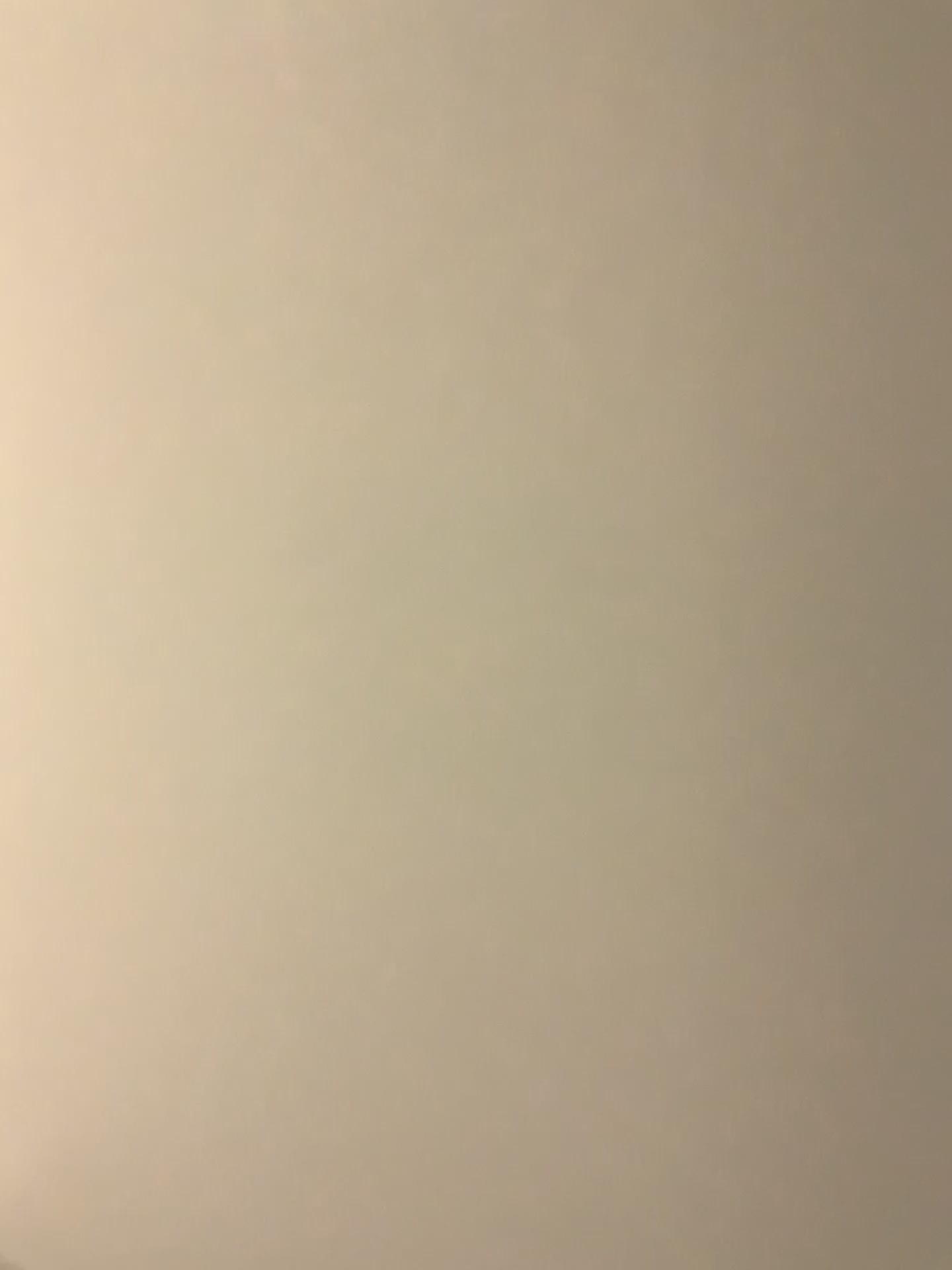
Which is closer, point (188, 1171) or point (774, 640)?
point (774, 640)
